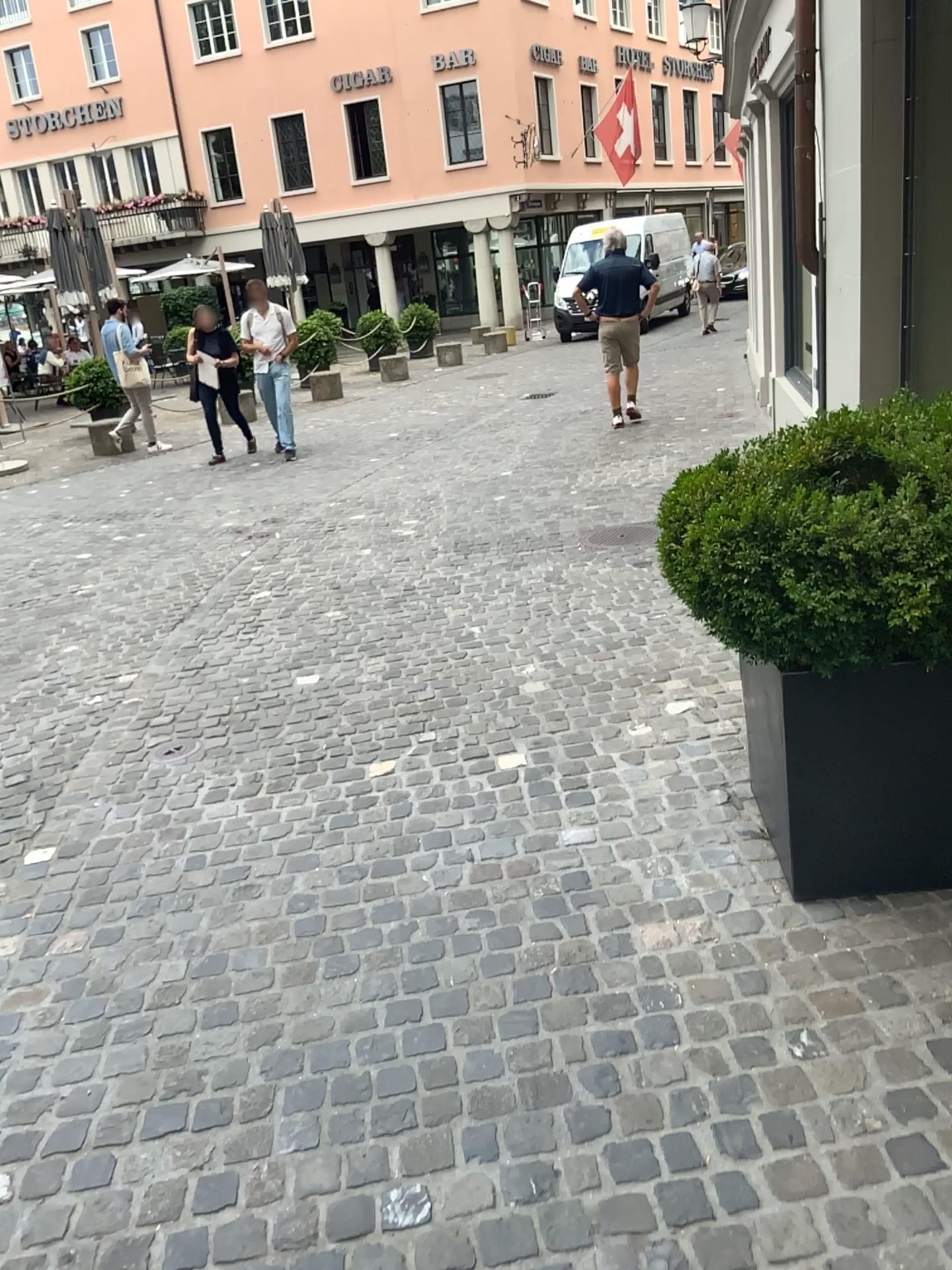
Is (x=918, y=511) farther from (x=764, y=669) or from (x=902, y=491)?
(x=764, y=669)

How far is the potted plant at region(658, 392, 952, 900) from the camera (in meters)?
2.20

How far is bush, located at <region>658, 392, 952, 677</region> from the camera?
2.2 meters

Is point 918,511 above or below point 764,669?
above

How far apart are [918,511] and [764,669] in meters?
0.5

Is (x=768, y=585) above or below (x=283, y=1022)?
above

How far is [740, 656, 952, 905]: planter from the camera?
2.4 meters
